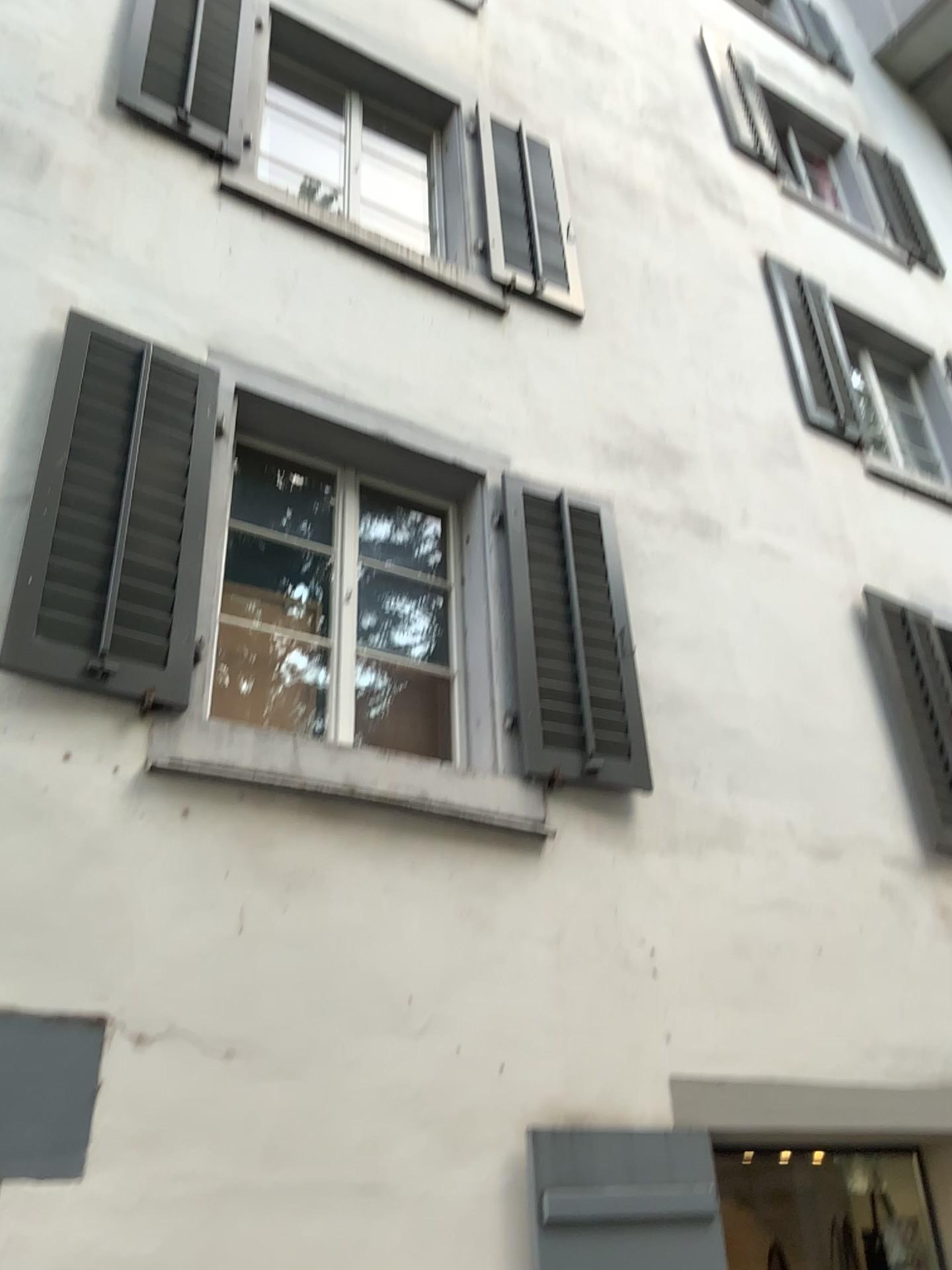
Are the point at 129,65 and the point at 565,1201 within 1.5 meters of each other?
no

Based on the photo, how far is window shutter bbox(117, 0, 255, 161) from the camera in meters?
4.4 m

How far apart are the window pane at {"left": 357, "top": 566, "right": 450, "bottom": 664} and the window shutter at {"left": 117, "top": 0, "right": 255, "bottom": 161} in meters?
2.0 m

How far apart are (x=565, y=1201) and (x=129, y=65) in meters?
4.5 m

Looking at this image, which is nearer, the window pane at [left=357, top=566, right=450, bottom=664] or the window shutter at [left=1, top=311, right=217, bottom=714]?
the window shutter at [left=1, top=311, right=217, bottom=714]

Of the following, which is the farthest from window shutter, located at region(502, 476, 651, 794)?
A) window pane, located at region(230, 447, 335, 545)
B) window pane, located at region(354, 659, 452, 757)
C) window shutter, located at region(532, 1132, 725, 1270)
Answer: window shutter, located at region(532, 1132, 725, 1270)

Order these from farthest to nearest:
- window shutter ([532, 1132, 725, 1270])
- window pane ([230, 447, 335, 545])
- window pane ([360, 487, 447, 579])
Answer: window pane ([230, 447, 335, 545]) → window pane ([360, 487, 447, 579]) → window shutter ([532, 1132, 725, 1270])

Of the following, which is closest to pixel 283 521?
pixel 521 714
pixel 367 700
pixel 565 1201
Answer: pixel 367 700

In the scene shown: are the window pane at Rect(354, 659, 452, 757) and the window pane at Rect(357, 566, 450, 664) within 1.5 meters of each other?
yes

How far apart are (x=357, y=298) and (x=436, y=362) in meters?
0.4 m
